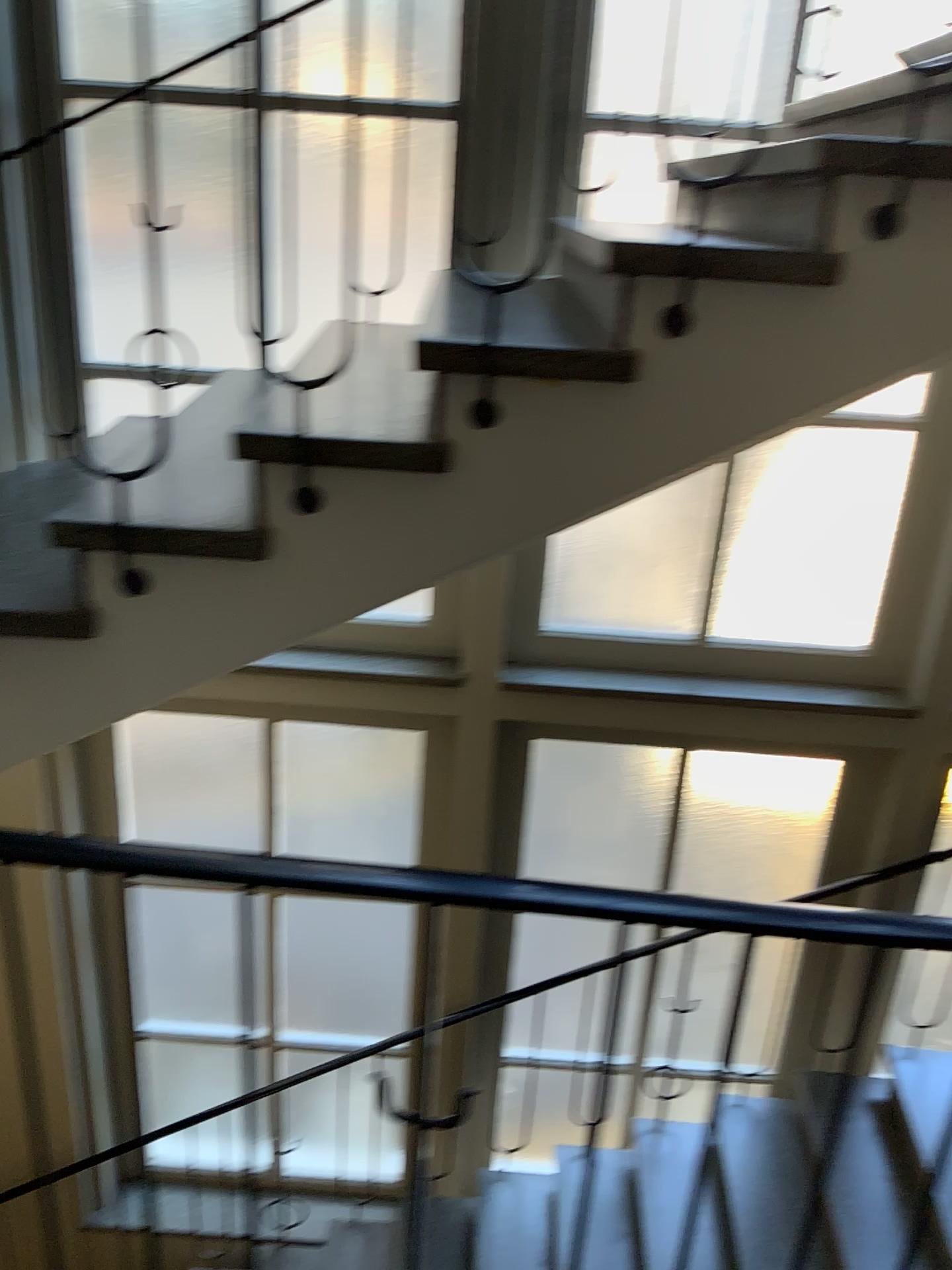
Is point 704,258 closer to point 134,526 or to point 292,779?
point 134,526

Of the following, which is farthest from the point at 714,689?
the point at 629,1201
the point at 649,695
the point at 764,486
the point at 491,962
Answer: the point at 629,1201

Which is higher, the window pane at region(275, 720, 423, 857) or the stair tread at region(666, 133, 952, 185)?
the stair tread at region(666, 133, 952, 185)

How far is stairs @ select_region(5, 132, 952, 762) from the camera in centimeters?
163cm

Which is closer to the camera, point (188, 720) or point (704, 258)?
point (704, 258)

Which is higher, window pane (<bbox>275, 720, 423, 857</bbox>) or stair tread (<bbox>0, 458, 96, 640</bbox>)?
stair tread (<bbox>0, 458, 96, 640</bbox>)

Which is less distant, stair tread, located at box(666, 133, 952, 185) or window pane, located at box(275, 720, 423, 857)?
stair tread, located at box(666, 133, 952, 185)

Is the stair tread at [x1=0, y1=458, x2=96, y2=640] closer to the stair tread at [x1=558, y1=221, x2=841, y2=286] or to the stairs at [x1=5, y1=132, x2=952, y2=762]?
the stairs at [x1=5, y1=132, x2=952, y2=762]

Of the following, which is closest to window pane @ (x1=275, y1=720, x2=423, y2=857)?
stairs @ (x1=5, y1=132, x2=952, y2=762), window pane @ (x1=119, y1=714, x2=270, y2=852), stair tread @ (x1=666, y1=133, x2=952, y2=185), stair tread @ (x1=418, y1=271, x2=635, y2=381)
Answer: window pane @ (x1=119, y1=714, x2=270, y2=852)

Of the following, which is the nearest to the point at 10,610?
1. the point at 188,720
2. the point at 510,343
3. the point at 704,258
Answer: the point at 510,343
